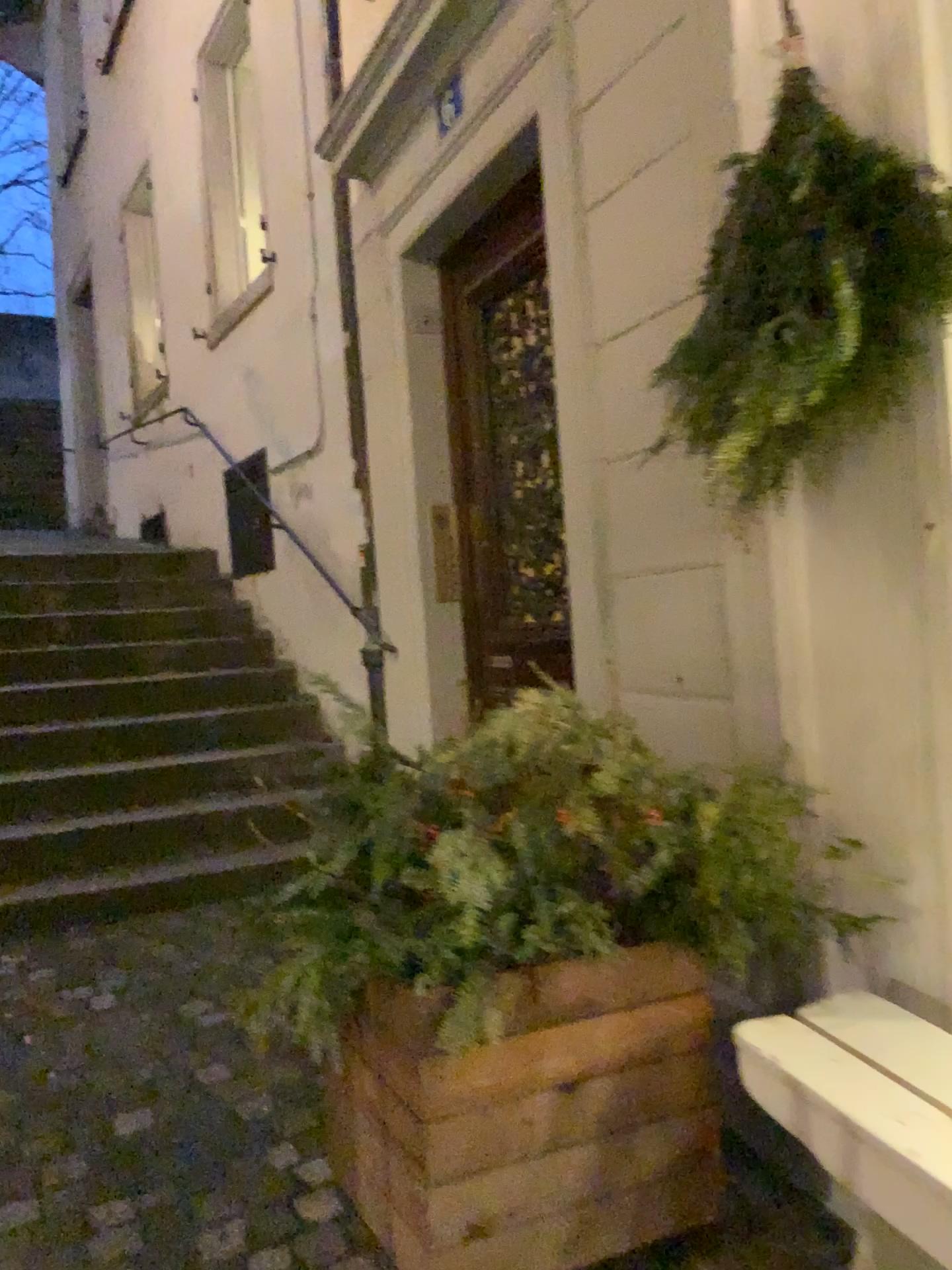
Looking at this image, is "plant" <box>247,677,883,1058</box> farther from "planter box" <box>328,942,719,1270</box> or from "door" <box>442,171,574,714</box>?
"door" <box>442,171,574,714</box>

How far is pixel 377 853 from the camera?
1.6 meters

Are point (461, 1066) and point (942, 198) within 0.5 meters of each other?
no

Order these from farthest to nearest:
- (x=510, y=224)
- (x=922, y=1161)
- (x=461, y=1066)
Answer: (x=510, y=224) → (x=461, y=1066) → (x=922, y=1161)

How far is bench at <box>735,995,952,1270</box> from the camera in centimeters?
127cm

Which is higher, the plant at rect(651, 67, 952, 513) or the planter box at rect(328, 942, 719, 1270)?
the plant at rect(651, 67, 952, 513)

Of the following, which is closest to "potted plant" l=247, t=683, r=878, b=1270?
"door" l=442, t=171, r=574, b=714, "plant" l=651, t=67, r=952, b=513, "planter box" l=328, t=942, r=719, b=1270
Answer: "planter box" l=328, t=942, r=719, b=1270

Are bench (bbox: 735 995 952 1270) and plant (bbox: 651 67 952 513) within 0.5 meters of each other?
no

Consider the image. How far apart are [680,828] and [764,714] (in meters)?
0.36

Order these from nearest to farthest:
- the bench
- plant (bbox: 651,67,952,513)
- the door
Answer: the bench < plant (bbox: 651,67,952,513) < the door
